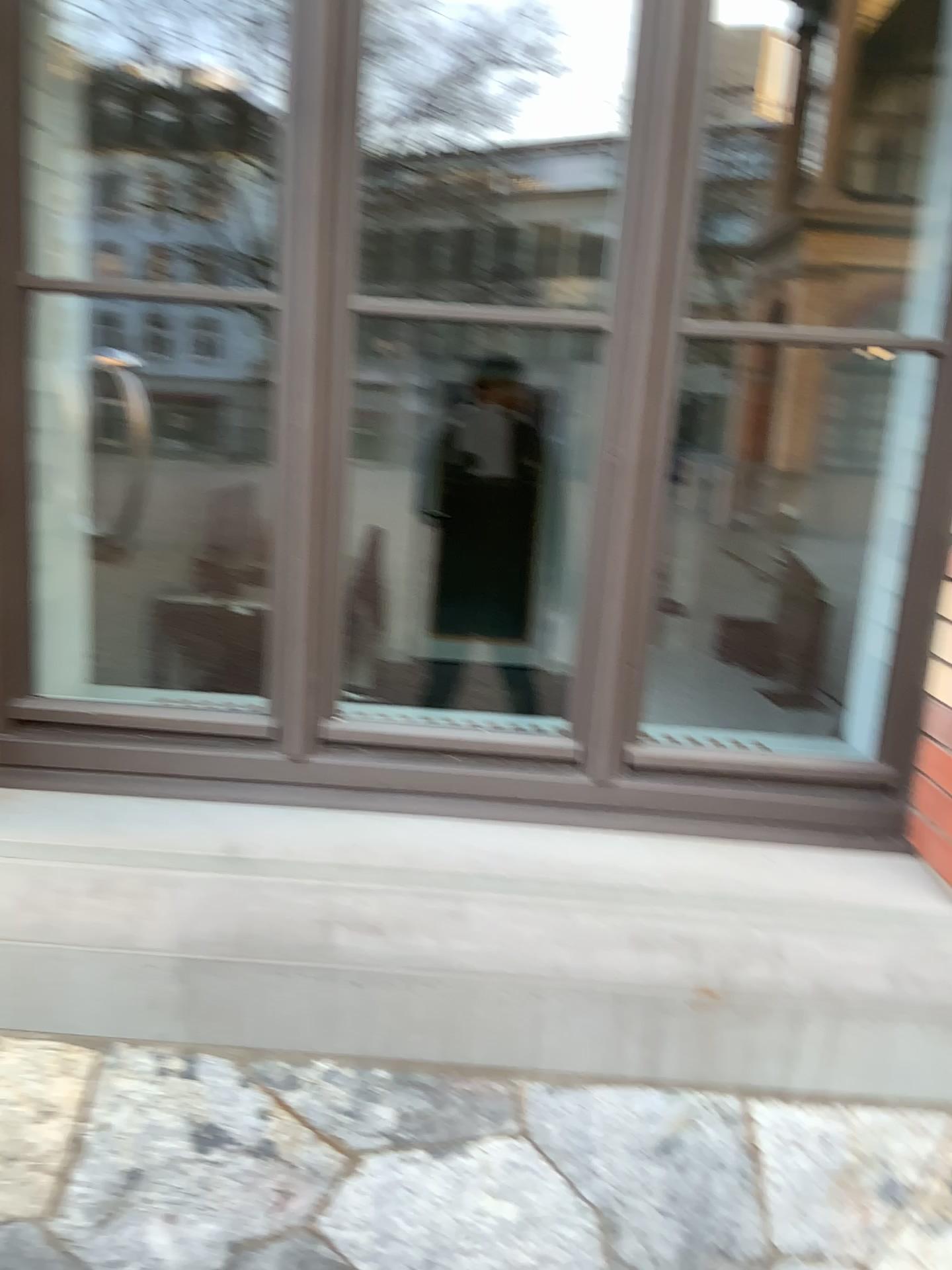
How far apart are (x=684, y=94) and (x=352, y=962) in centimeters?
154cm

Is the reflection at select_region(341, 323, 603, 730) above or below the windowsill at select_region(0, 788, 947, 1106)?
above

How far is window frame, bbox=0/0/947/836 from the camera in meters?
1.8

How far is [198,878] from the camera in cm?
173

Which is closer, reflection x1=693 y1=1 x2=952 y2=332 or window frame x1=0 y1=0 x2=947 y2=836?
window frame x1=0 y1=0 x2=947 y2=836

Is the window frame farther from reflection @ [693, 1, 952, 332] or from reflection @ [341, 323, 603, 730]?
reflection @ [693, 1, 952, 332]

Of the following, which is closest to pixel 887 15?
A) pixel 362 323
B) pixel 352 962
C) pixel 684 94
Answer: pixel 684 94

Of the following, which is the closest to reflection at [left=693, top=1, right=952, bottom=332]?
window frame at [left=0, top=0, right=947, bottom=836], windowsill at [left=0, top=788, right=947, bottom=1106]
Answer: window frame at [left=0, top=0, right=947, bottom=836]

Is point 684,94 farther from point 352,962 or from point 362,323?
point 352,962
